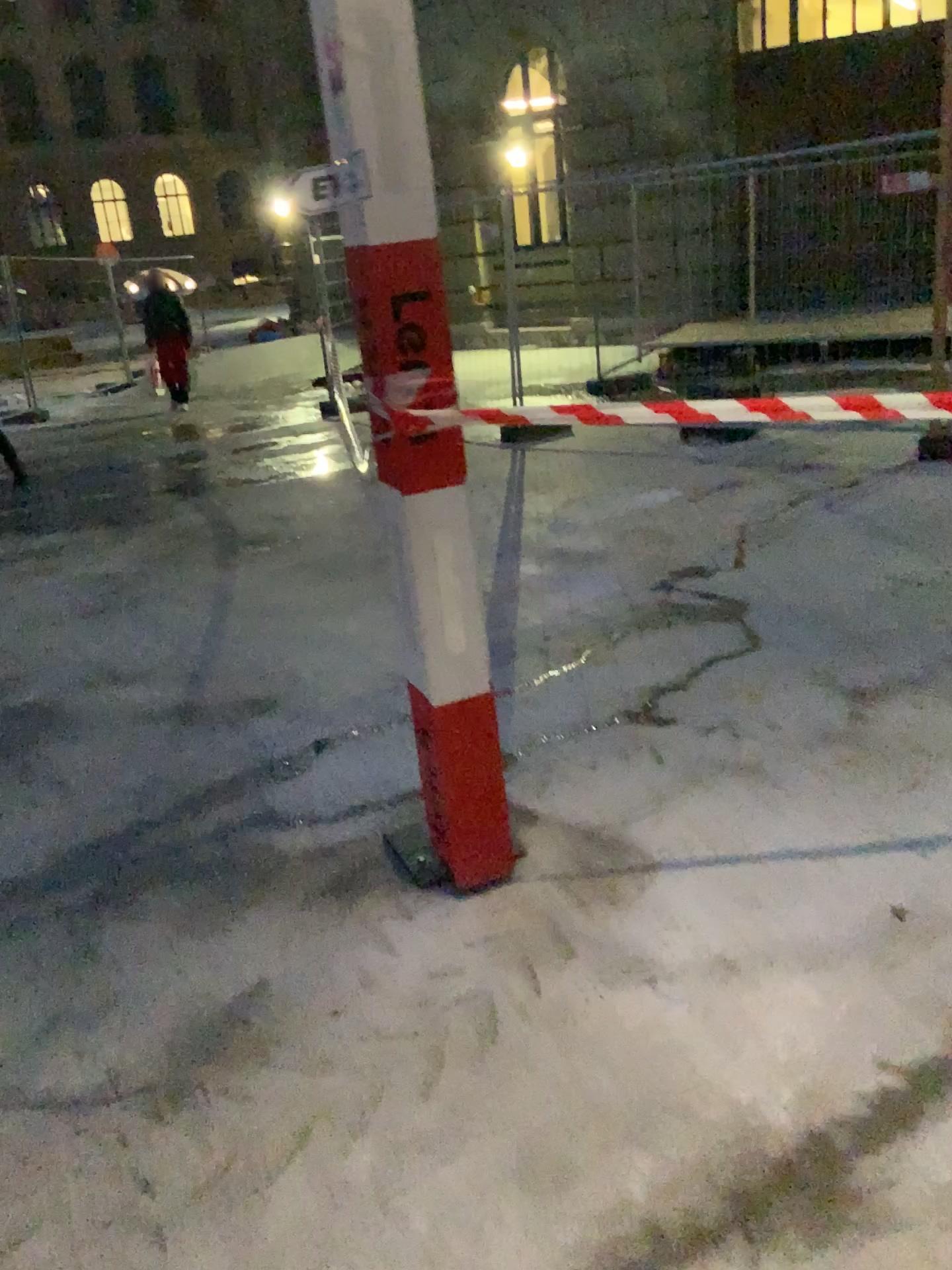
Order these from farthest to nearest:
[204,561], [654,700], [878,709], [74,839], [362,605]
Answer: [204,561], [362,605], [654,700], [878,709], [74,839]
